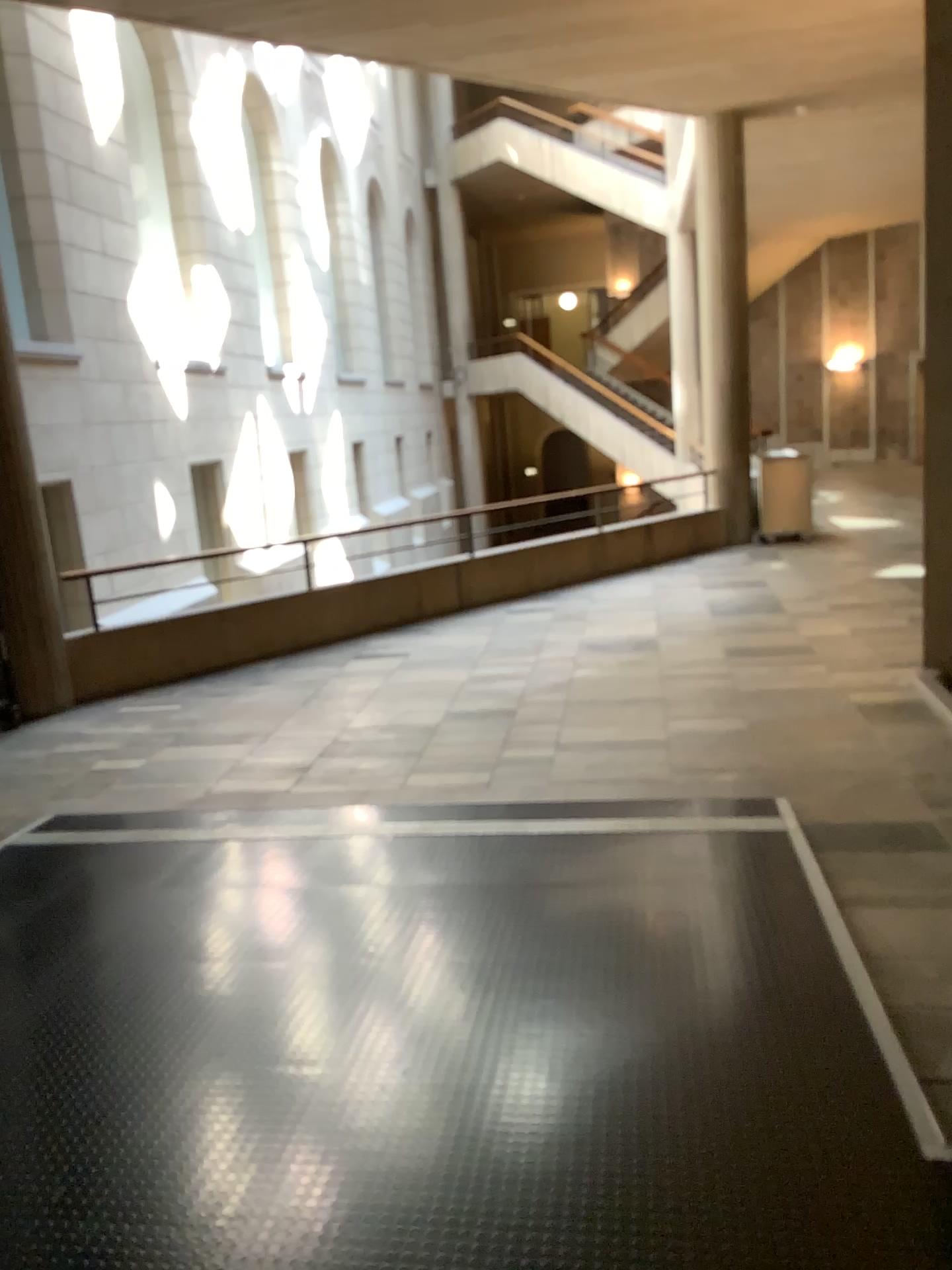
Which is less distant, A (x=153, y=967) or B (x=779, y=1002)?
B (x=779, y=1002)
